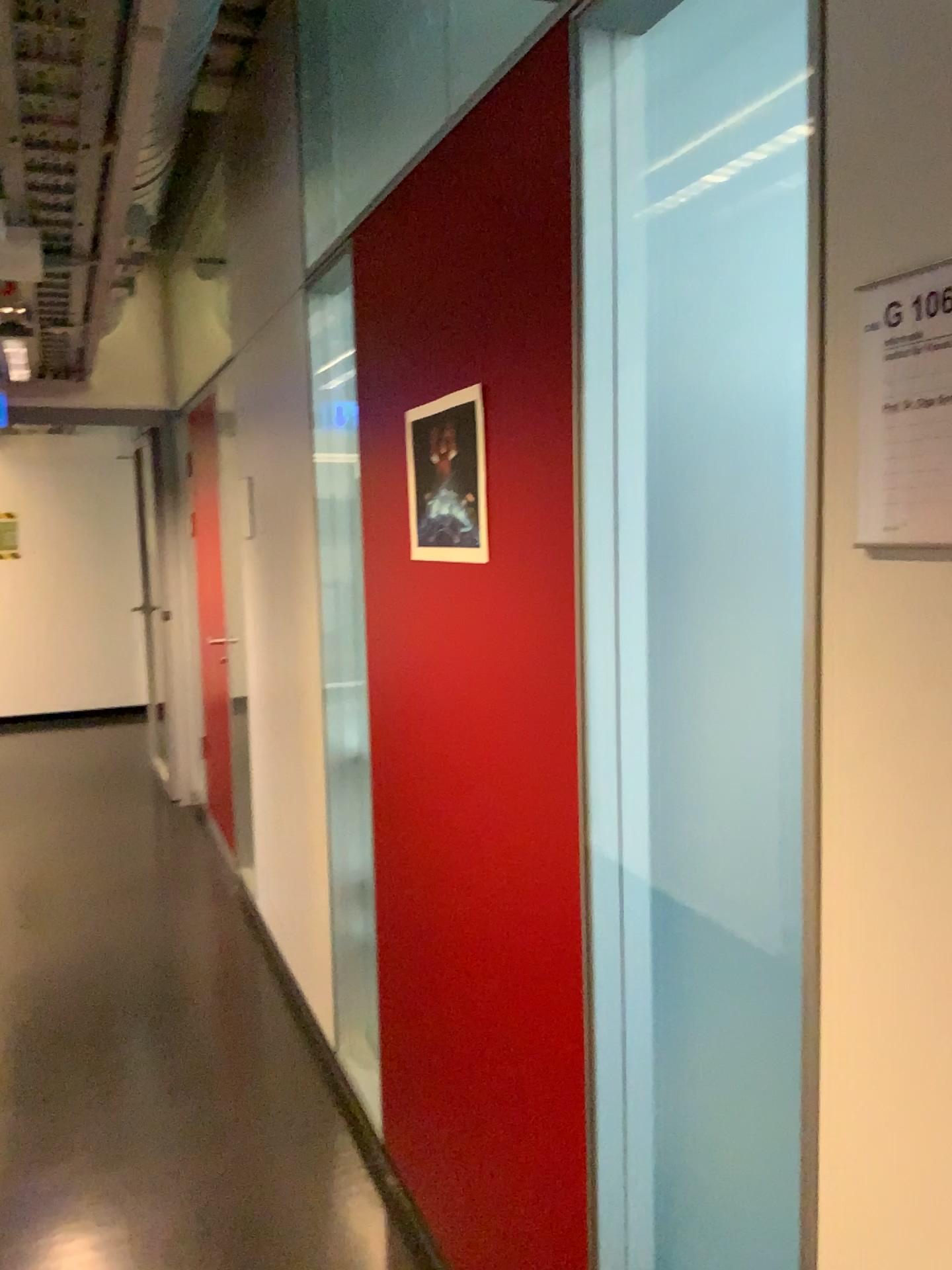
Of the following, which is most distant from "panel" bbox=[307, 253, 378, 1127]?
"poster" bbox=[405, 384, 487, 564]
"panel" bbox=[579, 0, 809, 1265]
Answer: "panel" bbox=[579, 0, 809, 1265]

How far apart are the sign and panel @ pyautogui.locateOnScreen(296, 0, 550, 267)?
2.1 meters

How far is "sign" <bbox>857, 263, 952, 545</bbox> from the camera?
0.8 meters

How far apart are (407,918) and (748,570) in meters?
1.3

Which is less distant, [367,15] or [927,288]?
[927,288]

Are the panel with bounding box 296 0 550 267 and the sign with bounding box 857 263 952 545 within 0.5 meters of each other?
no

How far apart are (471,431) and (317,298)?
1.2m

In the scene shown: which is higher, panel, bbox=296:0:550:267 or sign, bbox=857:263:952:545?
panel, bbox=296:0:550:267

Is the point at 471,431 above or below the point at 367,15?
below

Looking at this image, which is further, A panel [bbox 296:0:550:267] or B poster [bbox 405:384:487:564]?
A panel [bbox 296:0:550:267]
